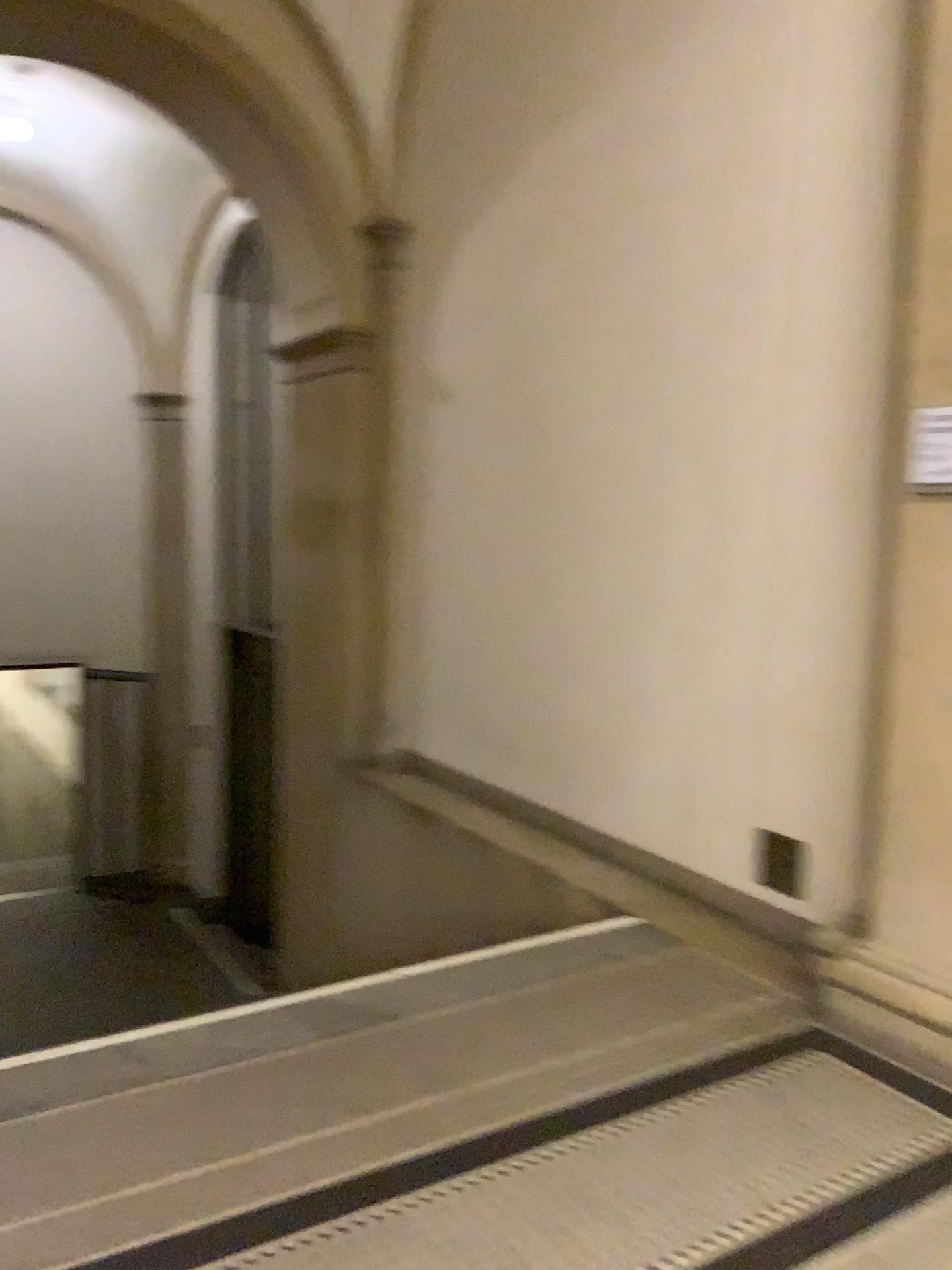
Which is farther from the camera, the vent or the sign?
the vent

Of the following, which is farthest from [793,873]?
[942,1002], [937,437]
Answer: [937,437]

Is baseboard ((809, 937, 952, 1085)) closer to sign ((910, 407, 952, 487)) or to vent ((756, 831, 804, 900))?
vent ((756, 831, 804, 900))

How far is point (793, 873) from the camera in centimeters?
377cm

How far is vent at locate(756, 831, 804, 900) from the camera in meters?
3.8

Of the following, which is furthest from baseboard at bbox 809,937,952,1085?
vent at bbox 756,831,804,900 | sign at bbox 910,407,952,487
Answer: sign at bbox 910,407,952,487

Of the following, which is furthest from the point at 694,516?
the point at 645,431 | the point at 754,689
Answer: the point at 754,689

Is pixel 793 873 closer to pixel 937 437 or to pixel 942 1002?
pixel 942 1002

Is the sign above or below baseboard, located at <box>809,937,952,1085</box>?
above

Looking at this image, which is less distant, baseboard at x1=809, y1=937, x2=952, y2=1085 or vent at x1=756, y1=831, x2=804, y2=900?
baseboard at x1=809, y1=937, x2=952, y2=1085
